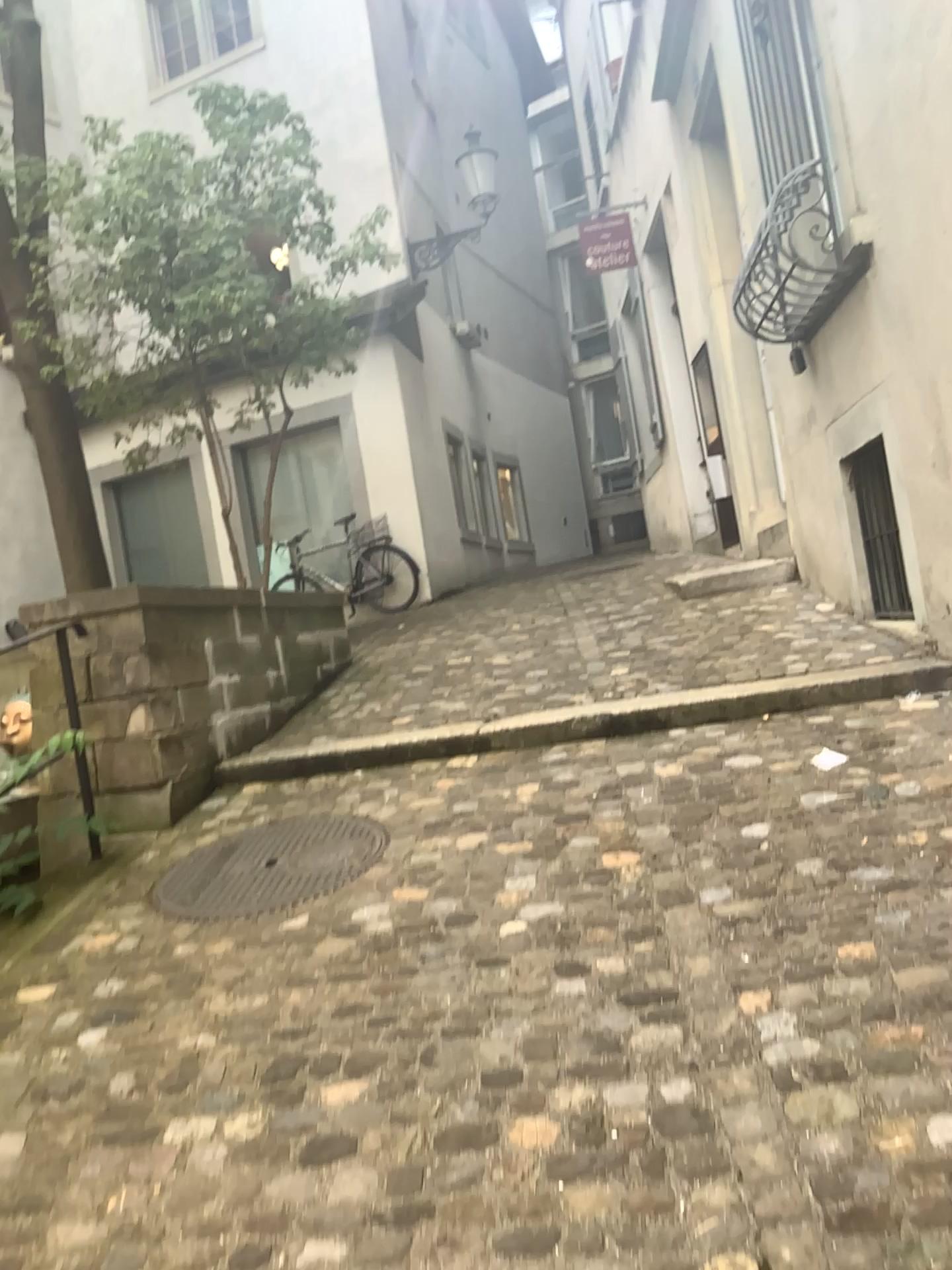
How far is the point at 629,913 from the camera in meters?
2.5
